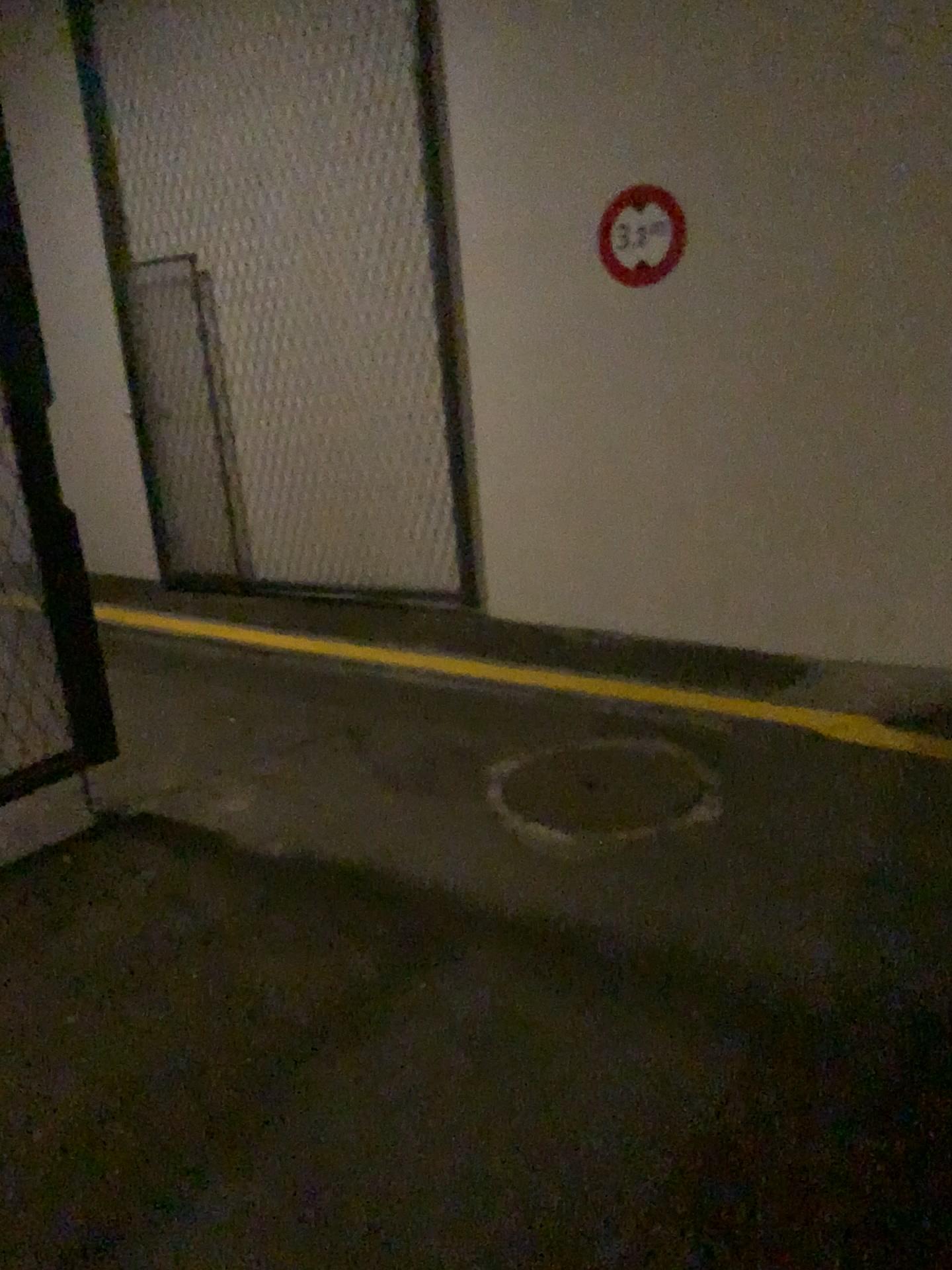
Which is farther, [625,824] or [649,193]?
[649,193]

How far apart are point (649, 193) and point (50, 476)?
2.6m

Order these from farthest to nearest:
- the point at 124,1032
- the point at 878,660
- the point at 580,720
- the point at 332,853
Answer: the point at 878,660, the point at 580,720, the point at 332,853, the point at 124,1032

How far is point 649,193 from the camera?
4.3m

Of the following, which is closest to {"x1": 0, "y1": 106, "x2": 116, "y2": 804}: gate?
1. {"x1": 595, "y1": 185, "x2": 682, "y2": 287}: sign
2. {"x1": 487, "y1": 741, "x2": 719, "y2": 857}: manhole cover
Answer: {"x1": 487, "y1": 741, "x2": 719, "y2": 857}: manhole cover

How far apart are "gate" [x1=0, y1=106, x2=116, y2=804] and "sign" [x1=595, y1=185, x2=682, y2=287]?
2.5 meters

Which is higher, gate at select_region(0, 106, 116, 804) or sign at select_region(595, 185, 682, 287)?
sign at select_region(595, 185, 682, 287)

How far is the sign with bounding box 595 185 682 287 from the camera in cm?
430

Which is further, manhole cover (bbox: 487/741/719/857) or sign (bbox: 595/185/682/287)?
sign (bbox: 595/185/682/287)

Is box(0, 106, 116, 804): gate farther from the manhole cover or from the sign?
the sign
